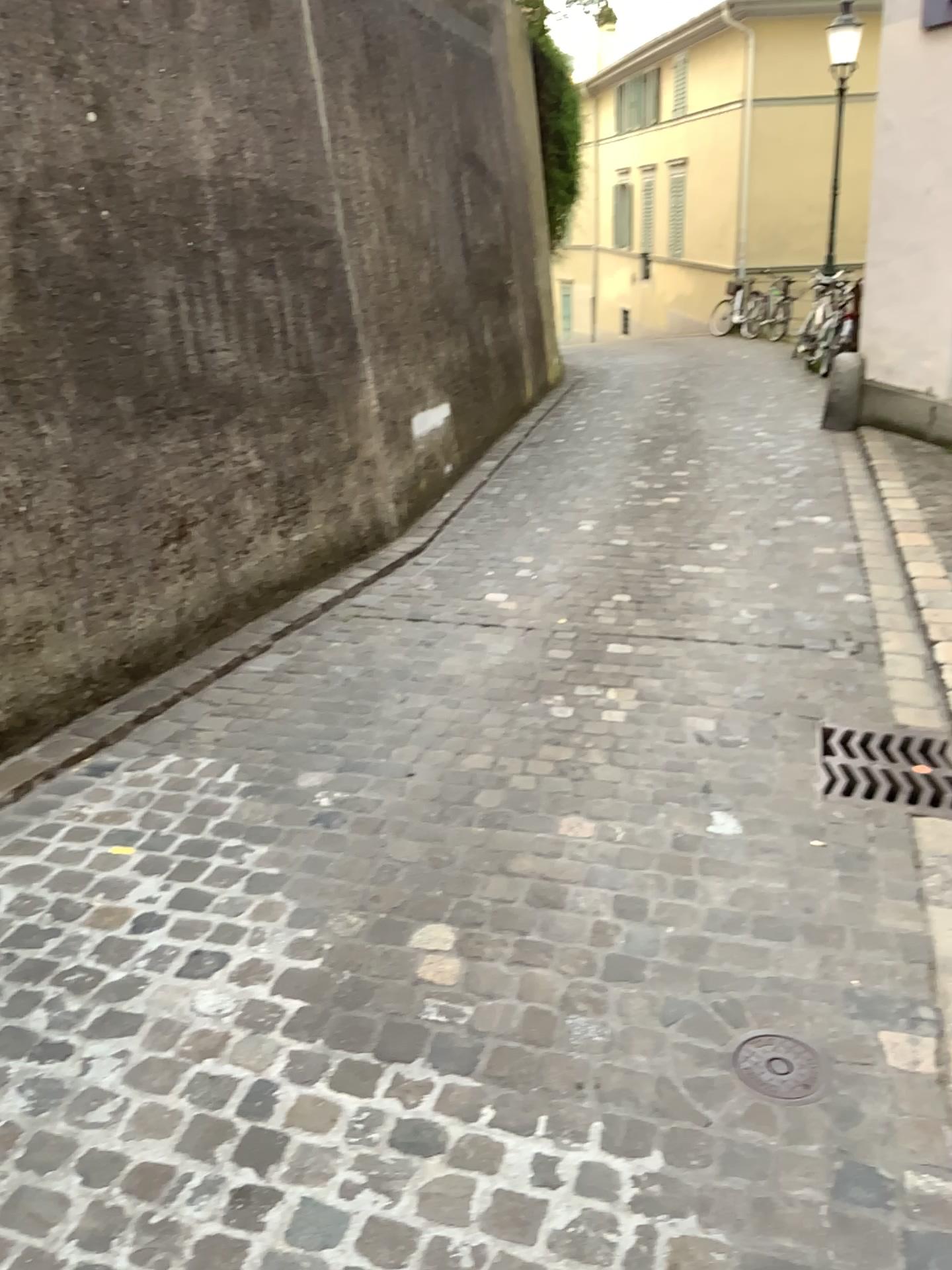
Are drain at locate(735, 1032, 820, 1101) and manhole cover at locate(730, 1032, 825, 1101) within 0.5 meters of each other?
yes

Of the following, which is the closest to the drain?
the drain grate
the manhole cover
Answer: the manhole cover

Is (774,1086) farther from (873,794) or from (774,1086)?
(873,794)

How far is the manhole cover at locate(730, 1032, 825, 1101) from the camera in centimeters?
191cm

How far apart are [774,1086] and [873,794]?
1.20m

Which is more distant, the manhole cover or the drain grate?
the drain grate

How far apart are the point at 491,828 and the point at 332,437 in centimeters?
260cm

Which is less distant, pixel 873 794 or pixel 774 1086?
pixel 774 1086

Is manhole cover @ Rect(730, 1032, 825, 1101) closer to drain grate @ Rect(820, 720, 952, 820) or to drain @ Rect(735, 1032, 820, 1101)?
drain @ Rect(735, 1032, 820, 1101)

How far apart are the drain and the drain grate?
1.0 meters
